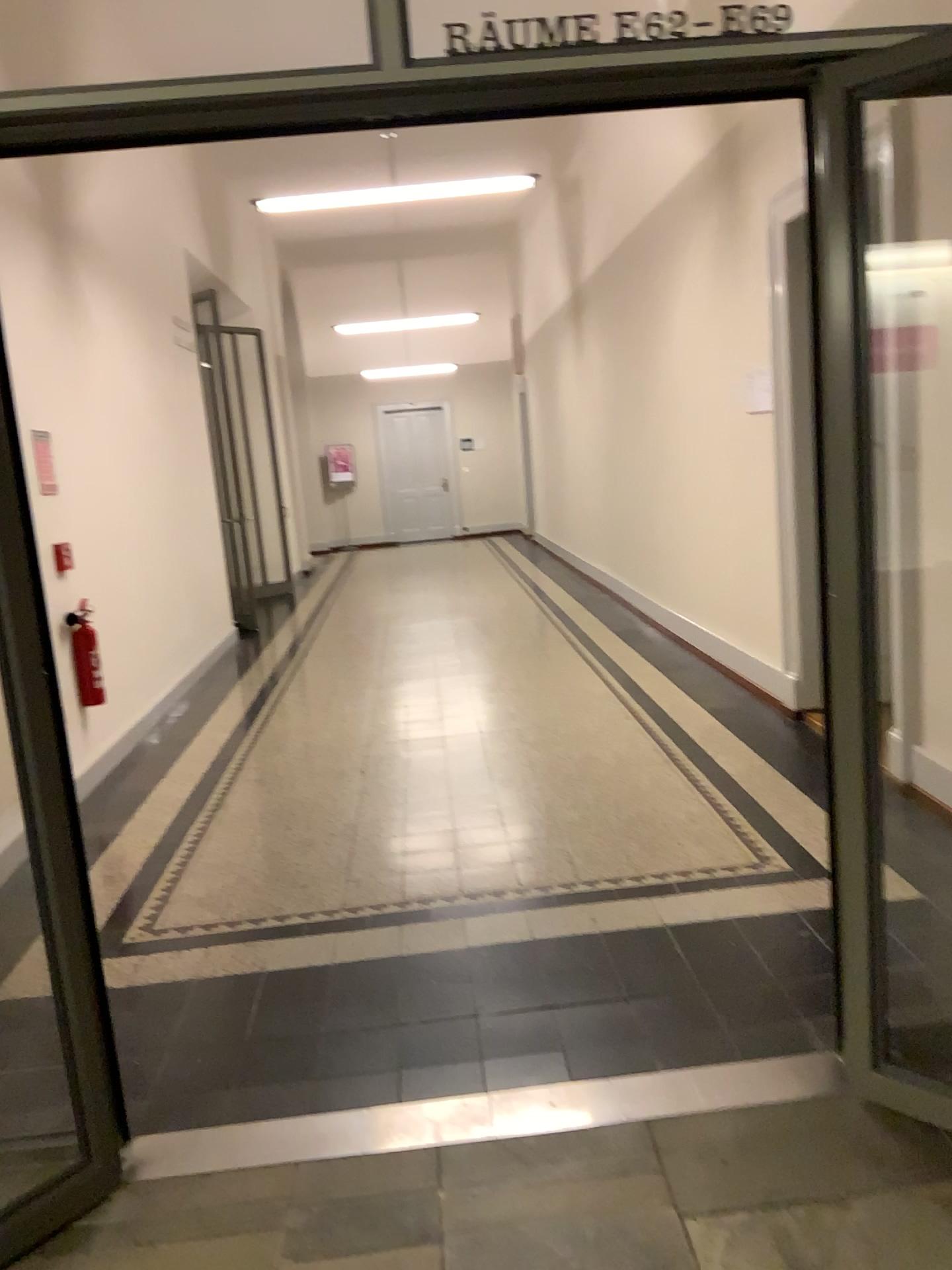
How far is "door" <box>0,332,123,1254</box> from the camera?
2.04m

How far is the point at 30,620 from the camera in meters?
2.0 m

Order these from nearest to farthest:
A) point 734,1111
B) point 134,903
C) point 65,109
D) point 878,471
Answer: point 65,109
point 734,1111
point 134,903
point 878,471
